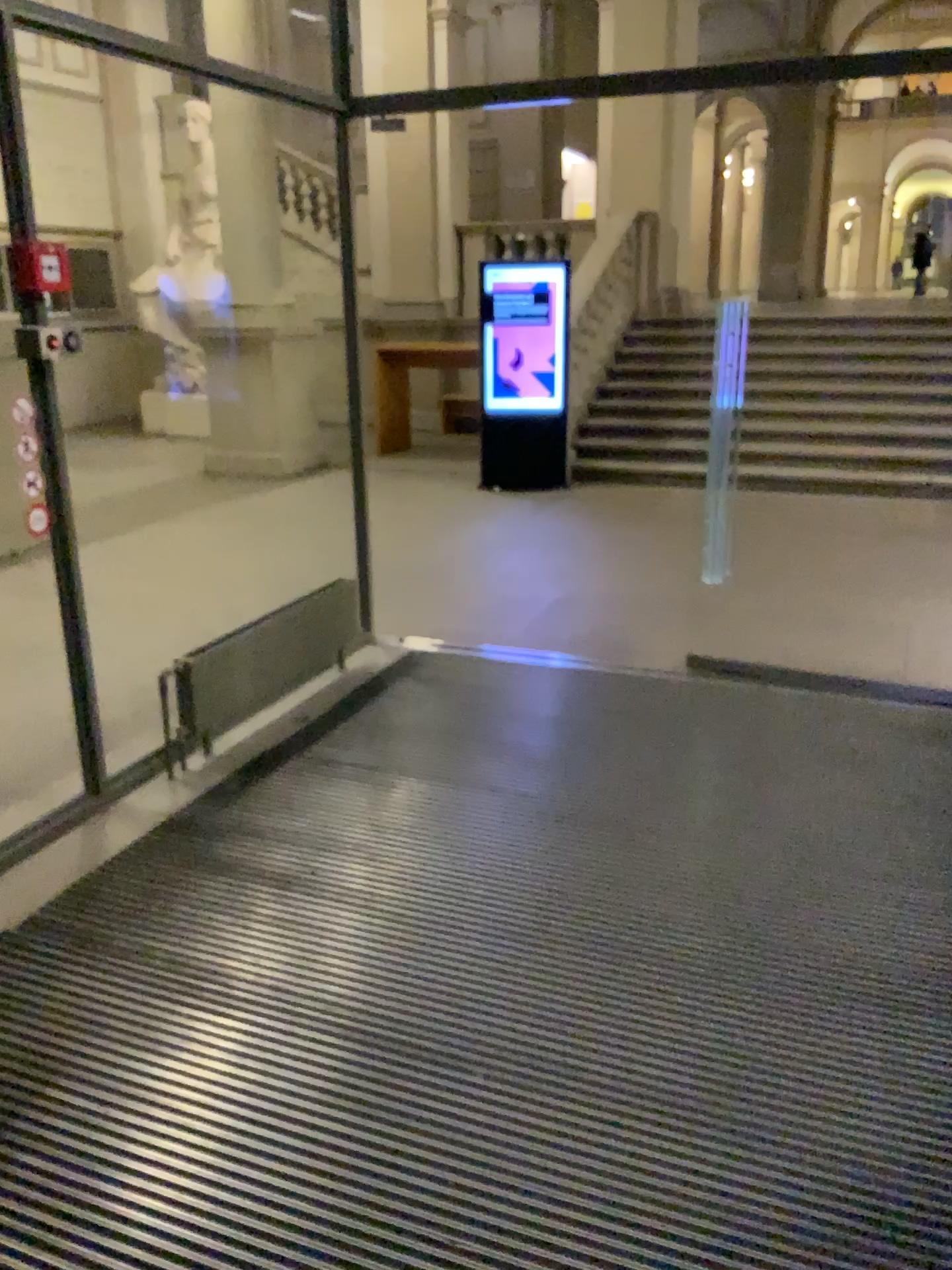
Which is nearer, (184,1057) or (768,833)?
(184,1057)
